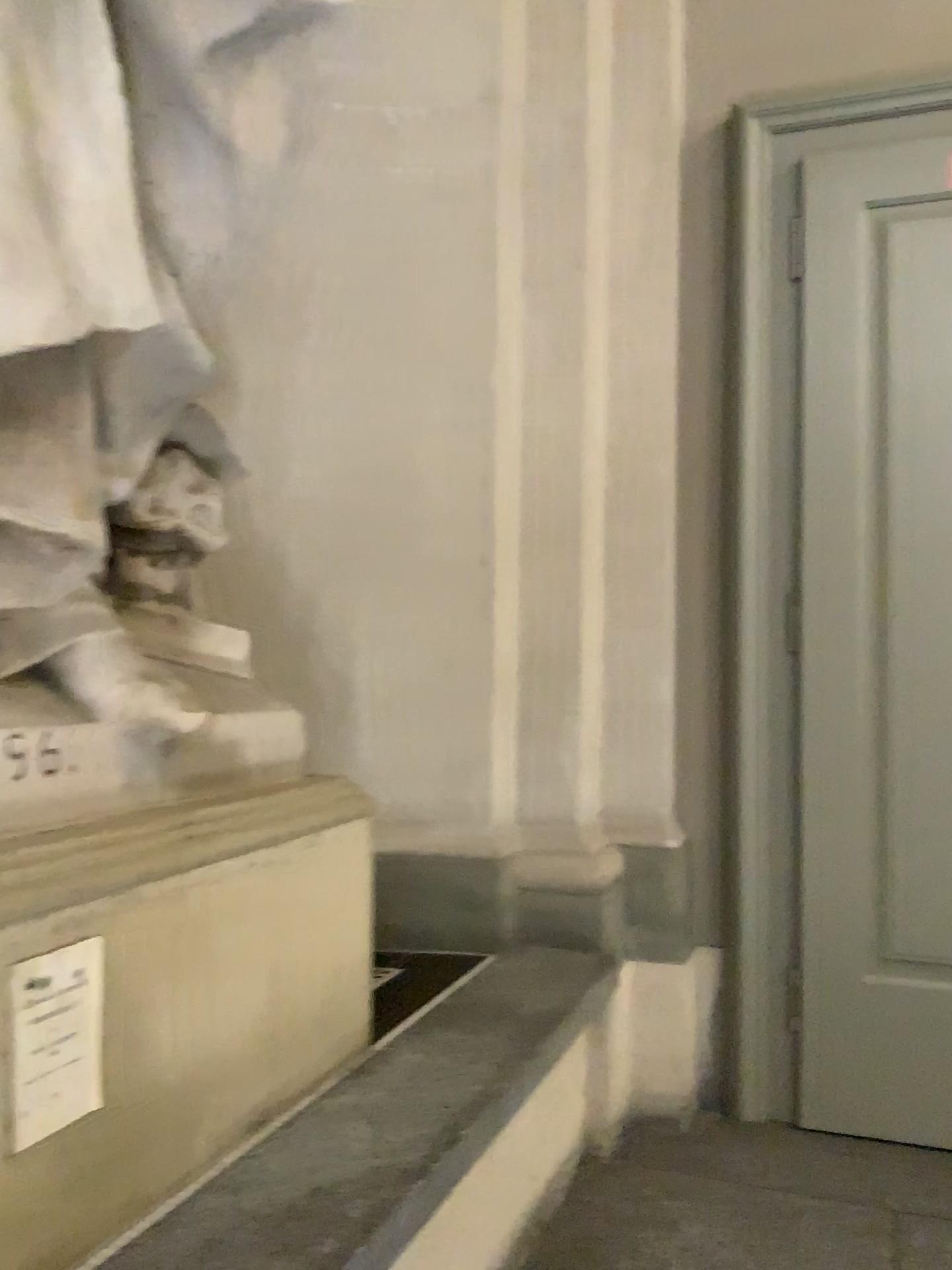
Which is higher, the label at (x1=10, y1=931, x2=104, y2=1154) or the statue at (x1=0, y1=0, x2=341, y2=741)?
the statue at (x1=0, y1=0, x2=341, y2=741)

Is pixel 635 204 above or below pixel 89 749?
above

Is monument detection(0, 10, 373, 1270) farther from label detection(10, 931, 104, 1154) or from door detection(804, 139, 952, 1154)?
door detection(804, 139, 952, 1154)

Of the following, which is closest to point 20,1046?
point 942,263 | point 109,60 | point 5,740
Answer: point 5,740

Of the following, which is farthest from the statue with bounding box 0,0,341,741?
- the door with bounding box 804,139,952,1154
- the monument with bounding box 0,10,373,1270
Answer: the door with bounding box 804,139,952,1154

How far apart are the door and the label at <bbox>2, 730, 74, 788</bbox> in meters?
2.0 m

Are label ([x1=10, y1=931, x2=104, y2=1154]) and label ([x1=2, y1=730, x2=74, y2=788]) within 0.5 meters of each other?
yes

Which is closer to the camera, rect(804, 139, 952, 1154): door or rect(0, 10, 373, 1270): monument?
rect(0, 10, 373, 1270): monument

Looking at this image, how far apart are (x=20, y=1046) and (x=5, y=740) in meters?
0.4 m

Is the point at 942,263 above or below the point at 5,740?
above
